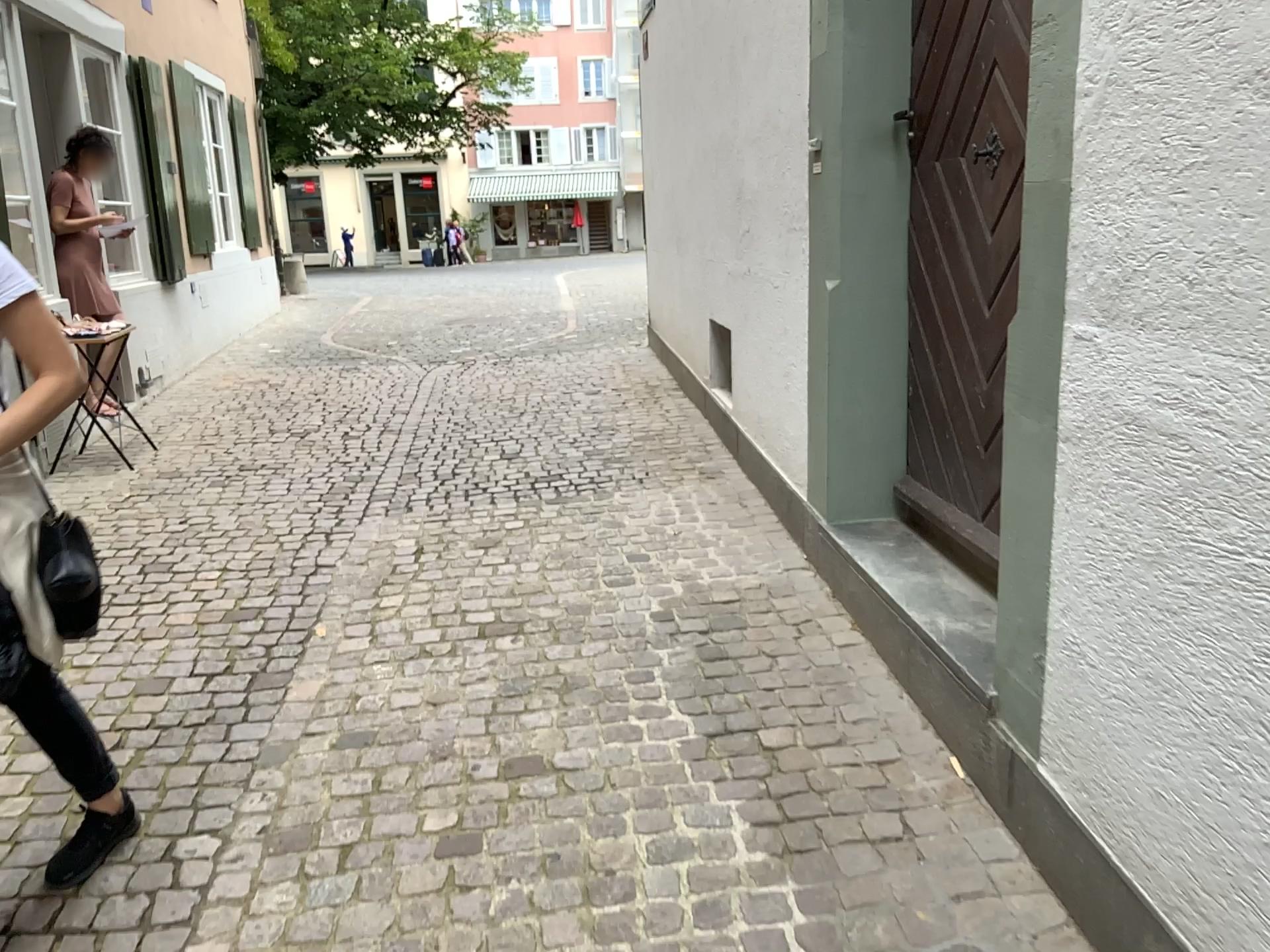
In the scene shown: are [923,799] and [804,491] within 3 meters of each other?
yes
